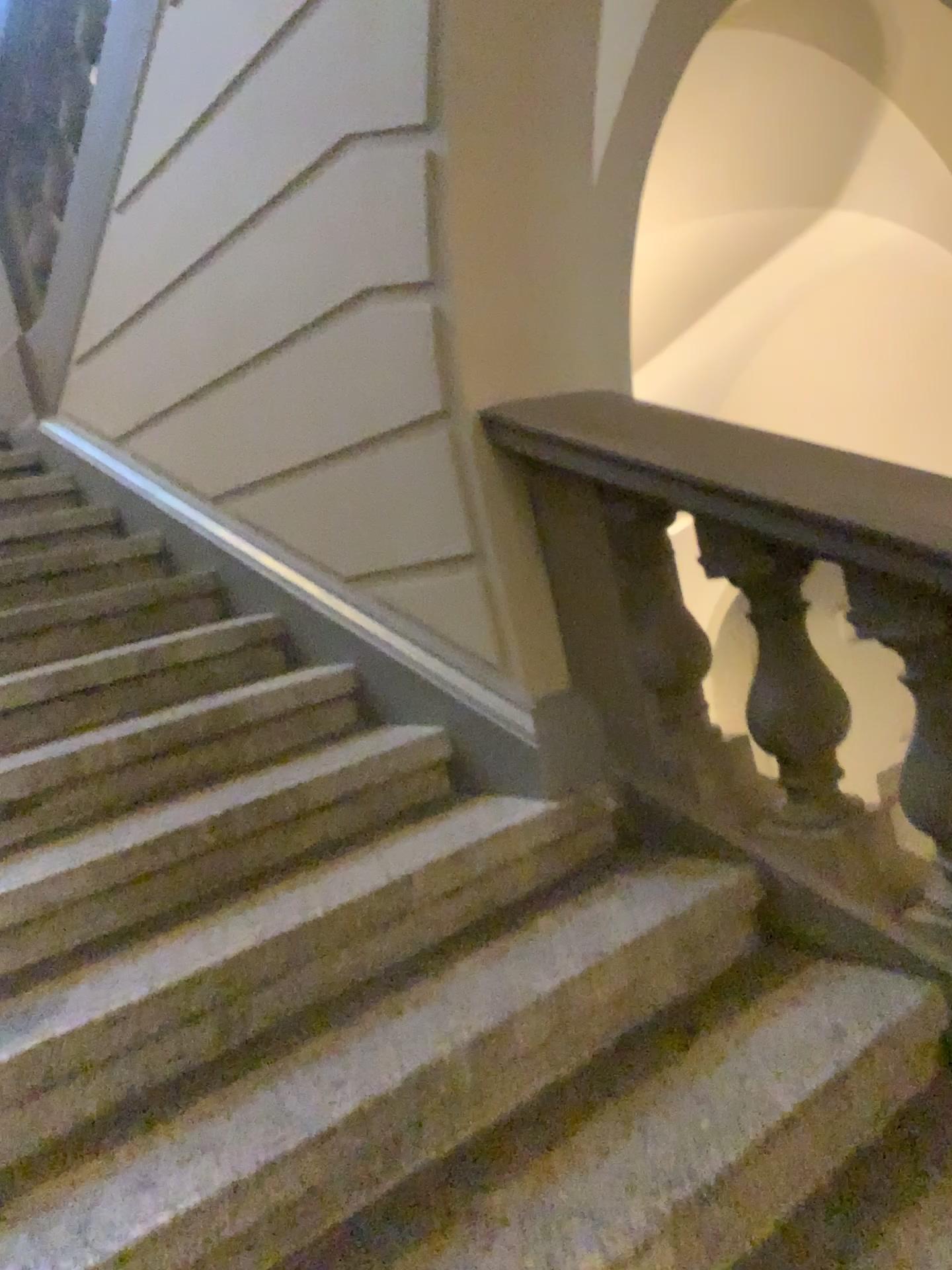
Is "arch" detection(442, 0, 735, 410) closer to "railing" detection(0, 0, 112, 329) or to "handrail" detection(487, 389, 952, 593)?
"handrail" detection(487, 389, 952, 593)

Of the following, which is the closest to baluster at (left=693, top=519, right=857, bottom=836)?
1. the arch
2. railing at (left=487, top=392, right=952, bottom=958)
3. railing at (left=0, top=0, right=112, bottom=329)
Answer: railing at (left=487, top=392, right=952, bottom=958)

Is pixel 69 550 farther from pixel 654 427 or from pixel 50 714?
pixel 654 427

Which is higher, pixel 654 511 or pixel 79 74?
pixel 79 74

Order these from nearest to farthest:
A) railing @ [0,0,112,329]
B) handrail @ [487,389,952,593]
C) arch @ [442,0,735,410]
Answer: handrail @ [487,389,952,593] < arch @ [442,0,735,410] < railing @ [0,0,112,329]

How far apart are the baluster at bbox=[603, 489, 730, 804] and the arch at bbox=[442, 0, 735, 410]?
0.3 meters

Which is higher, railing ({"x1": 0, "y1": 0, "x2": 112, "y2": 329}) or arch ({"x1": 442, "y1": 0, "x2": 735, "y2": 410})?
railing ({"x1": 0, "y1": 0, "x2": 112, "y2": 329})

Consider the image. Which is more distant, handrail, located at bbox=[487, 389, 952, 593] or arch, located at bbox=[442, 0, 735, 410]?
arch, located at bbox=[442, 0, 735, 410]

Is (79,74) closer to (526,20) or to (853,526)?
(526,20)

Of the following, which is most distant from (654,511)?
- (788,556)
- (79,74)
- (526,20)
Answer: (79,74)
